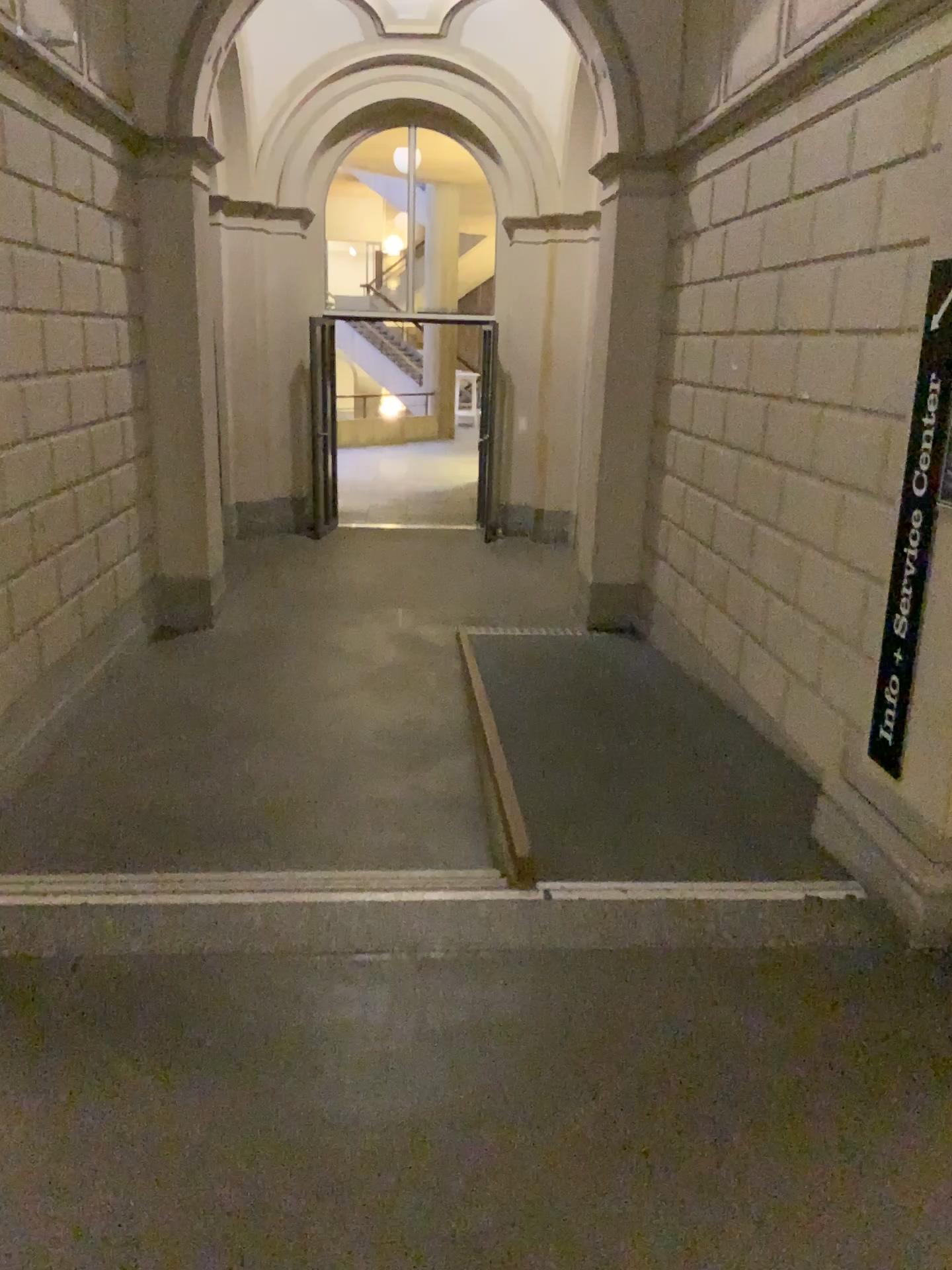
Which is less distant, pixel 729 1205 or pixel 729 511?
pixel 729 1205
